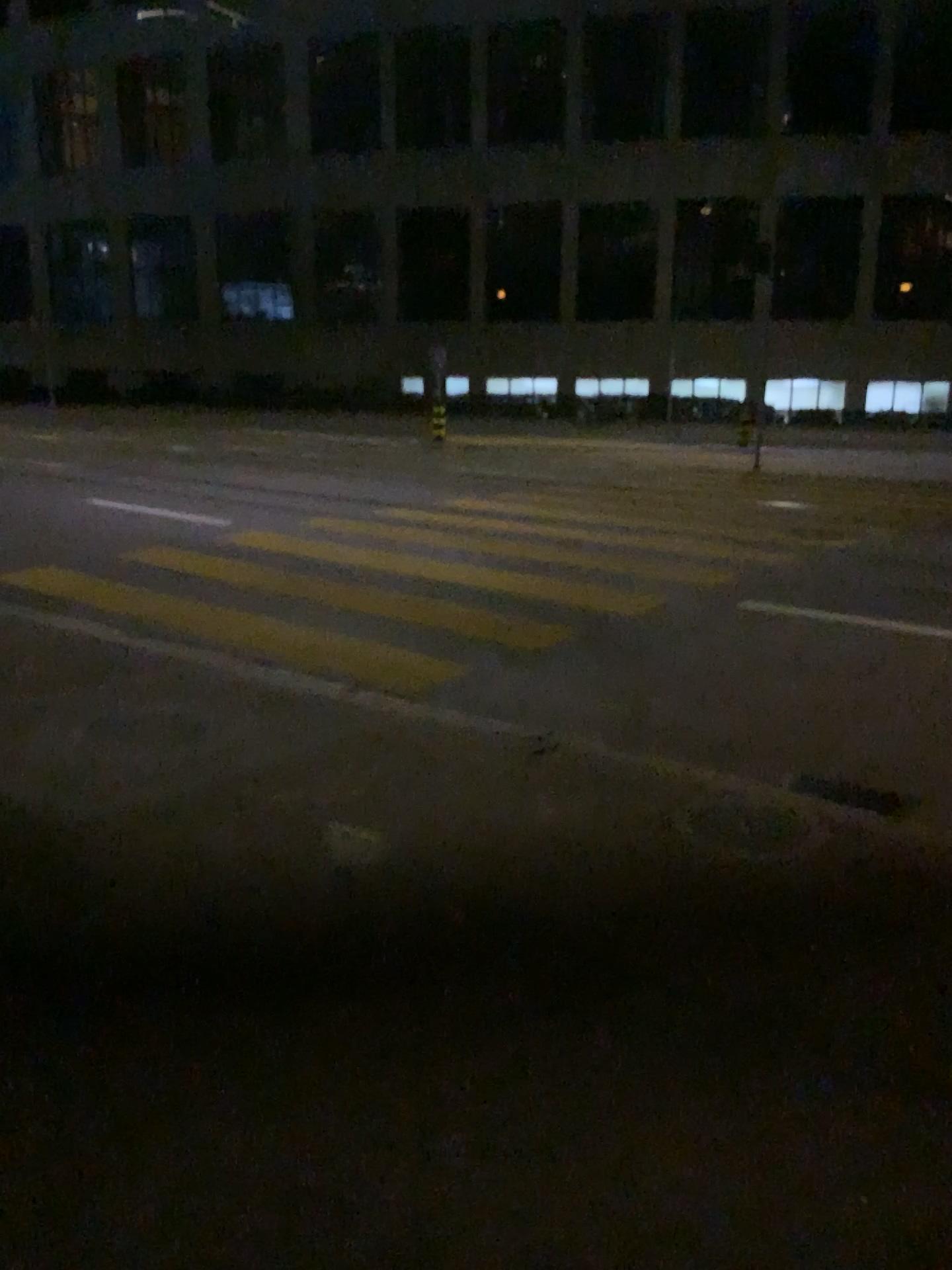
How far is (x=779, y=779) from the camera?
4.07m
